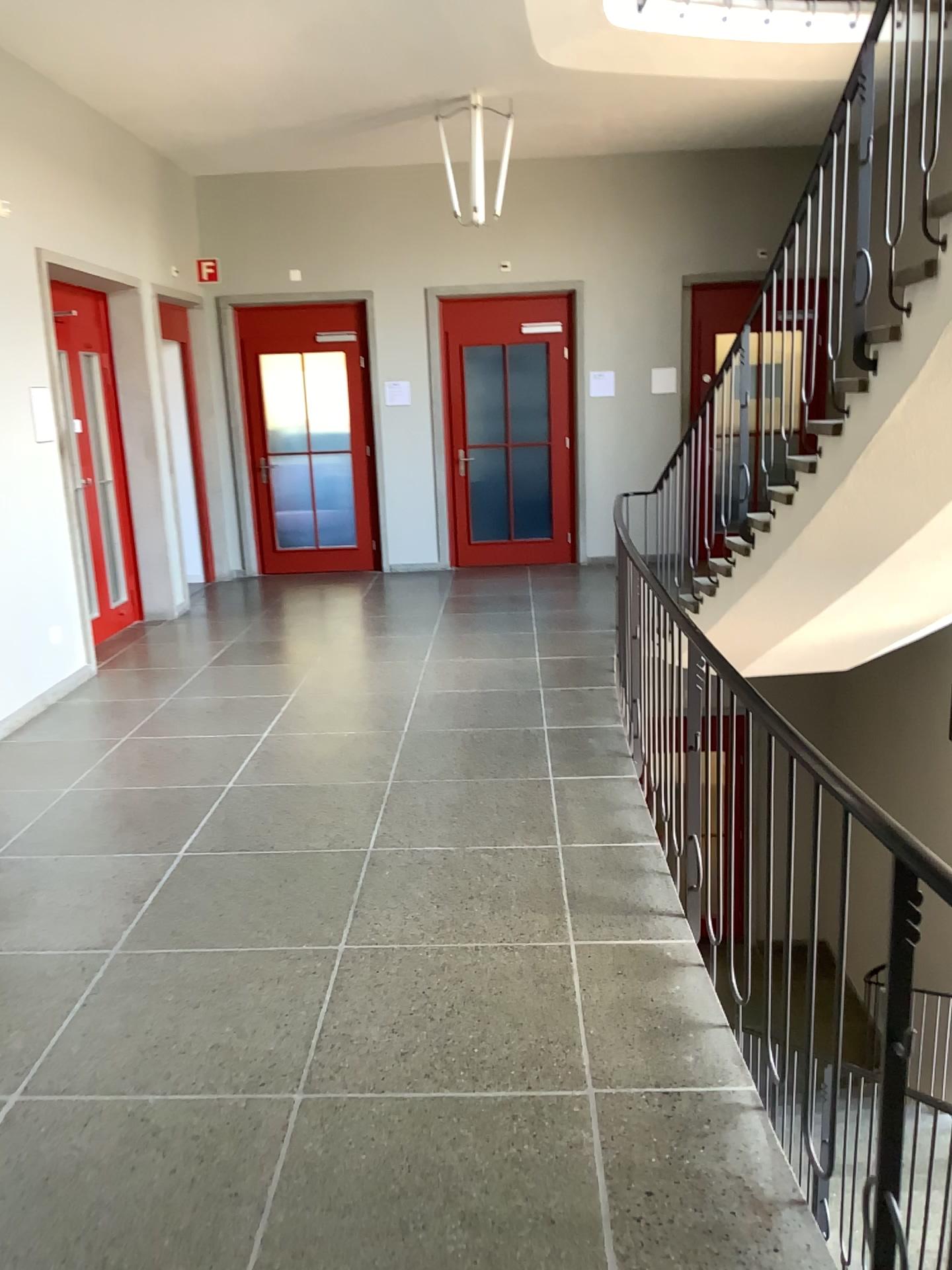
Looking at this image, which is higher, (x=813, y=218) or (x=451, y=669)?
(x=813, y=218)
